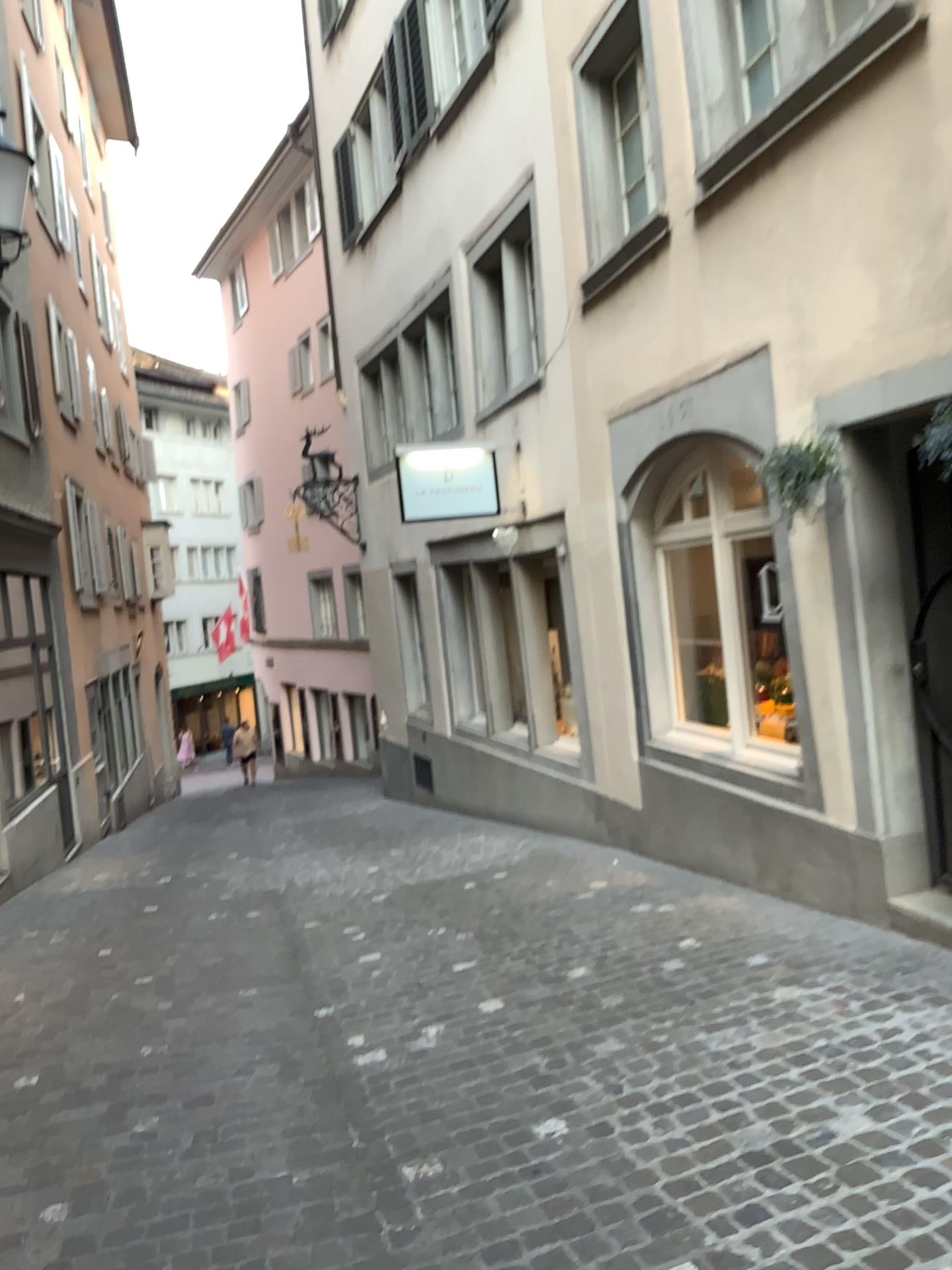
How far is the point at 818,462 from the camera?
4.5m

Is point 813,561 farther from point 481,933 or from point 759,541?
point 481,933

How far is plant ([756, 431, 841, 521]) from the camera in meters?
4.5 m
